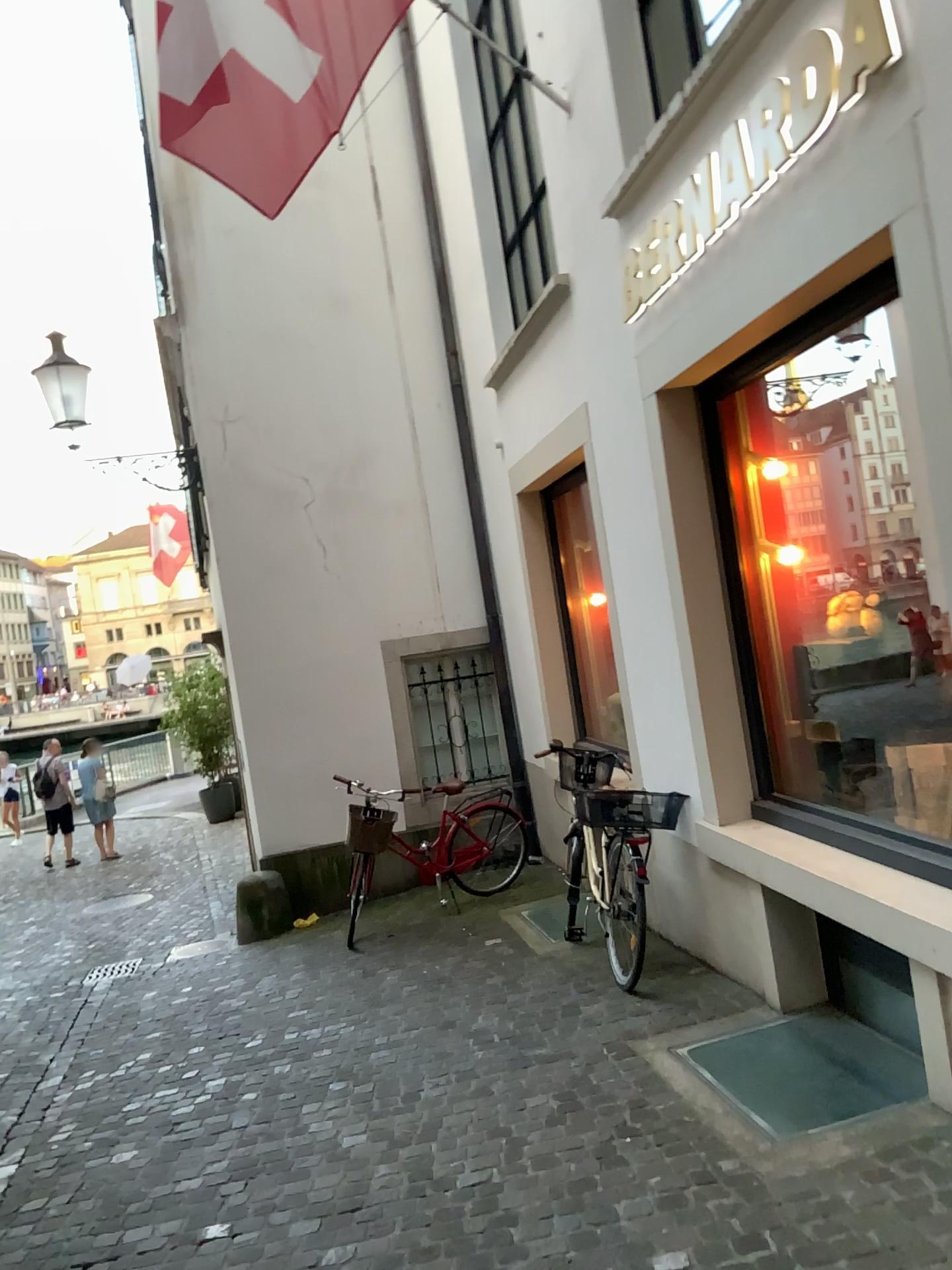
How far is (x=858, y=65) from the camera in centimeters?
279cm
